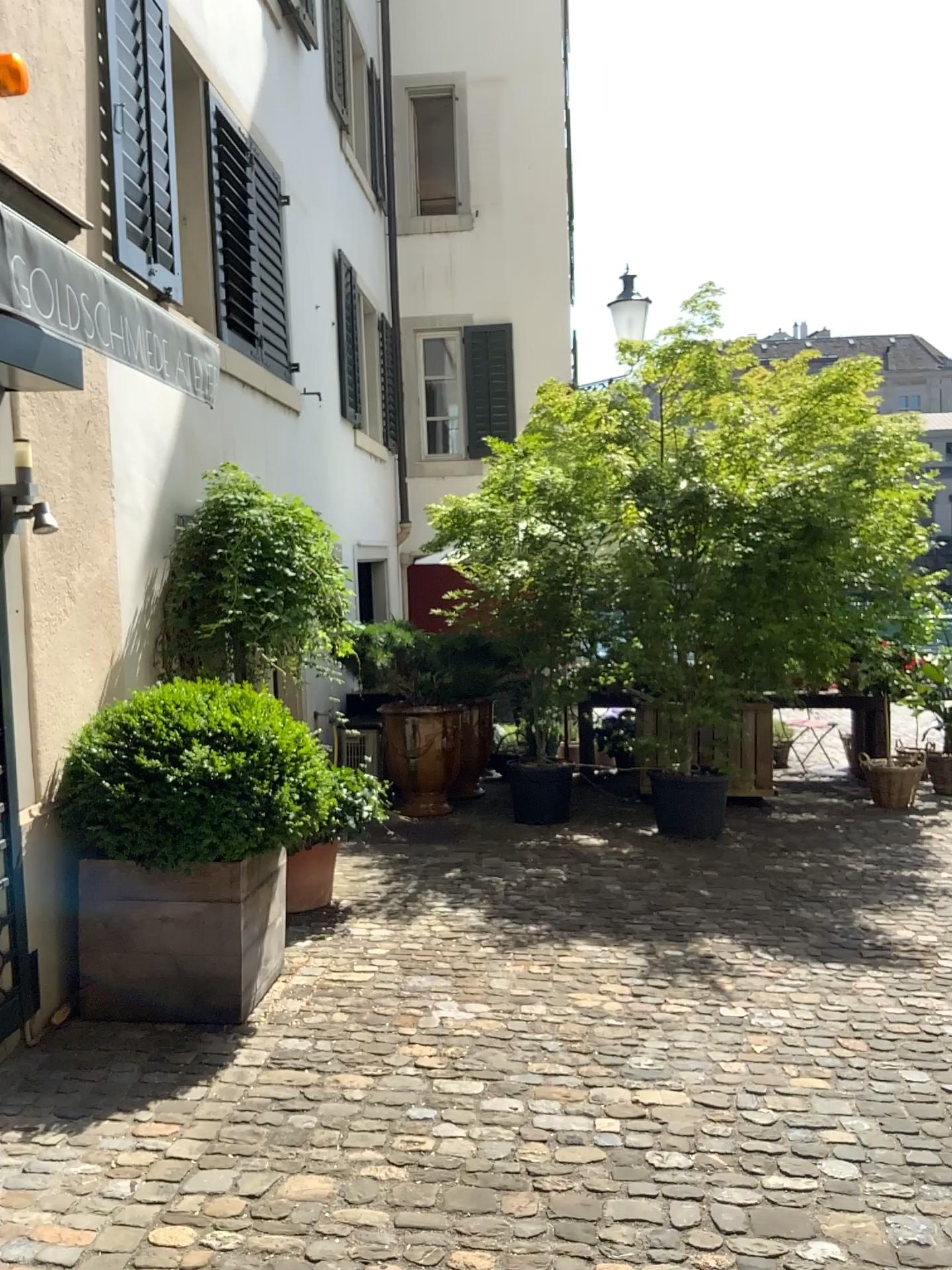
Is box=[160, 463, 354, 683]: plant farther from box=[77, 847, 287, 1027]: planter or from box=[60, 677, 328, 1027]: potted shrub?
box=[77, 847, 287, 1027]: planter

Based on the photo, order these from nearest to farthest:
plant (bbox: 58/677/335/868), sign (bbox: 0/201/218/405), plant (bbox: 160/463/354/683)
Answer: sign (bbox: 0/201/218/405) < plant (bbox: 58/677/335/868) < plant (bbox: 160/463/354/683)

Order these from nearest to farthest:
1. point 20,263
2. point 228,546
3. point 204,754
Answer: point 20,263
point 204,754
point 228,546

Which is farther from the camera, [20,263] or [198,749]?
[198,749]

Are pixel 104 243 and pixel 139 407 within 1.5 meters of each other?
yes

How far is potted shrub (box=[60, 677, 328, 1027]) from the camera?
3.54m

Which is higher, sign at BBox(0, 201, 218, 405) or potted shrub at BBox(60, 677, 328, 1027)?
sign at BBox(0, 201, 218, 405)

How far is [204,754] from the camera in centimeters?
353cm

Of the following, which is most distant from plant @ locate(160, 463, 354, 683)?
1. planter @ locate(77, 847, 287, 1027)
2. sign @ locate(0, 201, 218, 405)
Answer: sign @ locate(0, 201, 218, 405)

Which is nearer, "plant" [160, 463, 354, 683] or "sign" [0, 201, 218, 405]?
"sign" [0, 201, 218, 405]
